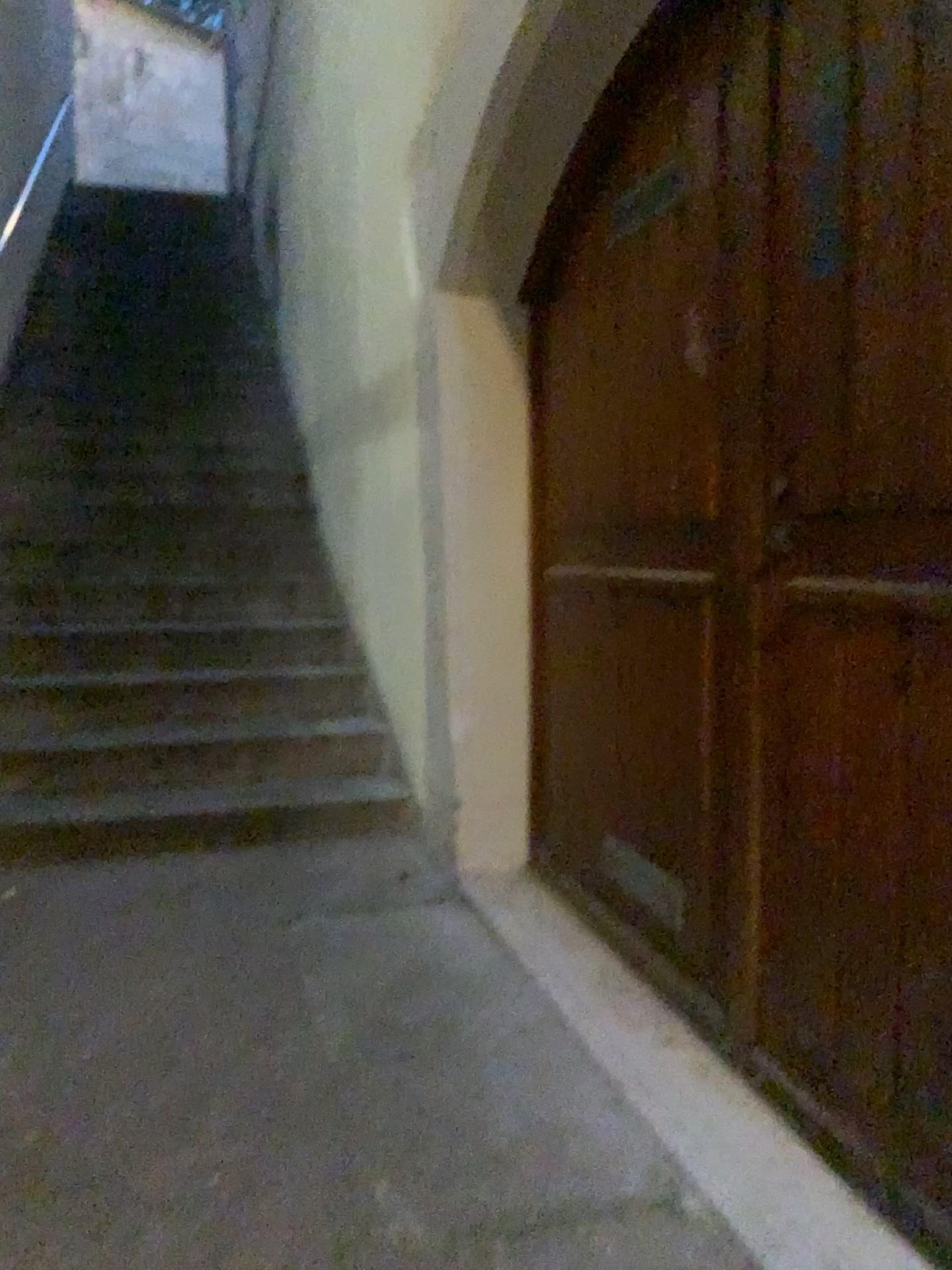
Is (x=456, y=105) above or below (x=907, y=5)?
above

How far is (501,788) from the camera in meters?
3.1

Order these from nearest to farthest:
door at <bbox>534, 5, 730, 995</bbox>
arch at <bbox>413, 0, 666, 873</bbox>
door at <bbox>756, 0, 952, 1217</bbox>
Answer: door at <bbox>756, 0, 952, 1217</bbox>
door at <bbox>534, 5, 730, 995</bbox>
arch at <bbox>413, 0, 666, 873</bbox>

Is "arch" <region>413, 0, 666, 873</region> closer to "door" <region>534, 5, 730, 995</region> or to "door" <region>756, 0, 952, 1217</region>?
"door" <region>534, 5, 730, 995</region>

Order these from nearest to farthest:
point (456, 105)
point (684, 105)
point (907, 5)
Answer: point (907, 5) < point (684, 105) < point (456, 105)

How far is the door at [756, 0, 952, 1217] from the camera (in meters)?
1.55

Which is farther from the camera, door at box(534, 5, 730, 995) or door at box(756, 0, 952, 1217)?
door at box(534, 5, 730, 995)

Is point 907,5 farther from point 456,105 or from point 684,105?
point 456,105

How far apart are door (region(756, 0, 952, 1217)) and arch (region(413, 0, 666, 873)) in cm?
92

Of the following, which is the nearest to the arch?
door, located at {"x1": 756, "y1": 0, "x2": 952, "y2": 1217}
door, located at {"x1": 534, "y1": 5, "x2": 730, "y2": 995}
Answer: door, located at {"x1": 534, "y1": 5, "x2": 730, "y2": 995}
